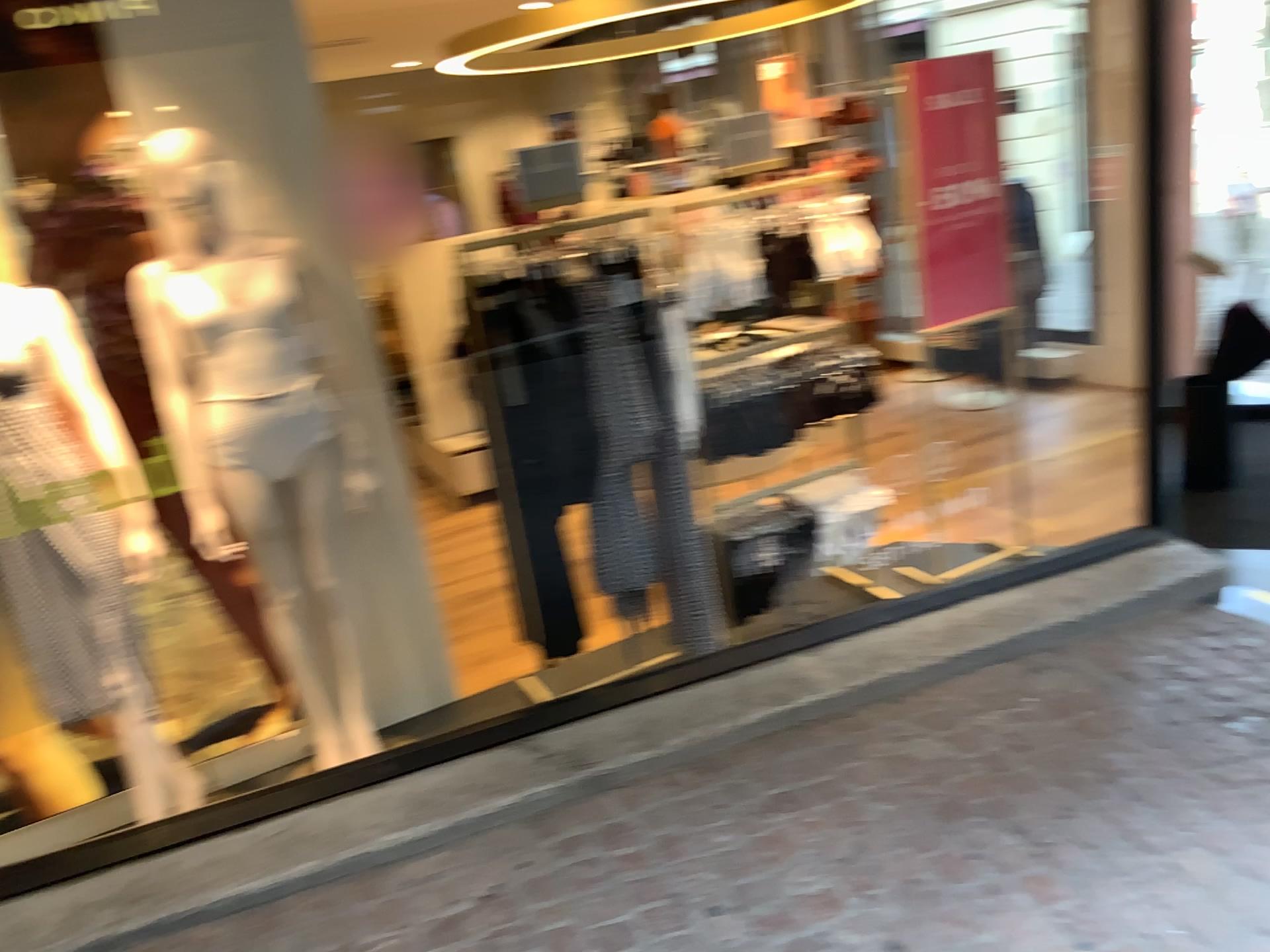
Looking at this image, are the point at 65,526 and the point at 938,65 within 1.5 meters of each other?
no

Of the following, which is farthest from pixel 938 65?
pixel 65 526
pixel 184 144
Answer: pixel 65 526

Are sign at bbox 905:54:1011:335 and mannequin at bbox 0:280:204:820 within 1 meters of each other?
no

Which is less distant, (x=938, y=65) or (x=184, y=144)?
(x=184, y=144)

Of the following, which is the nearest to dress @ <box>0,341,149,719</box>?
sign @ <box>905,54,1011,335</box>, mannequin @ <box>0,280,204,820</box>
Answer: mannequin @ <box>0,280,204,820</box>

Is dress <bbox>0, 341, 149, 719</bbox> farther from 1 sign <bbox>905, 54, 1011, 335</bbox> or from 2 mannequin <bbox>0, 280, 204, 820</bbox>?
1 sign <bbox>905, 54, 1011, 335</bbox>

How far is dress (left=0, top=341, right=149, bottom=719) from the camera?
2.4 meters

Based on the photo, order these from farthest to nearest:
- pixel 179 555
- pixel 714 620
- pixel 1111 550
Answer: pixel 1111 550 → pixel 714 620 → pixel 179 555

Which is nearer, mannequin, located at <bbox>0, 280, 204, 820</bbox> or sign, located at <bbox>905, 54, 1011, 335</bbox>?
mannequin, located at <bbox>0, 280, 204, 820</bbox>

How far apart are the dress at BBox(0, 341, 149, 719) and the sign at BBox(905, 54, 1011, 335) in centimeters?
249cm
